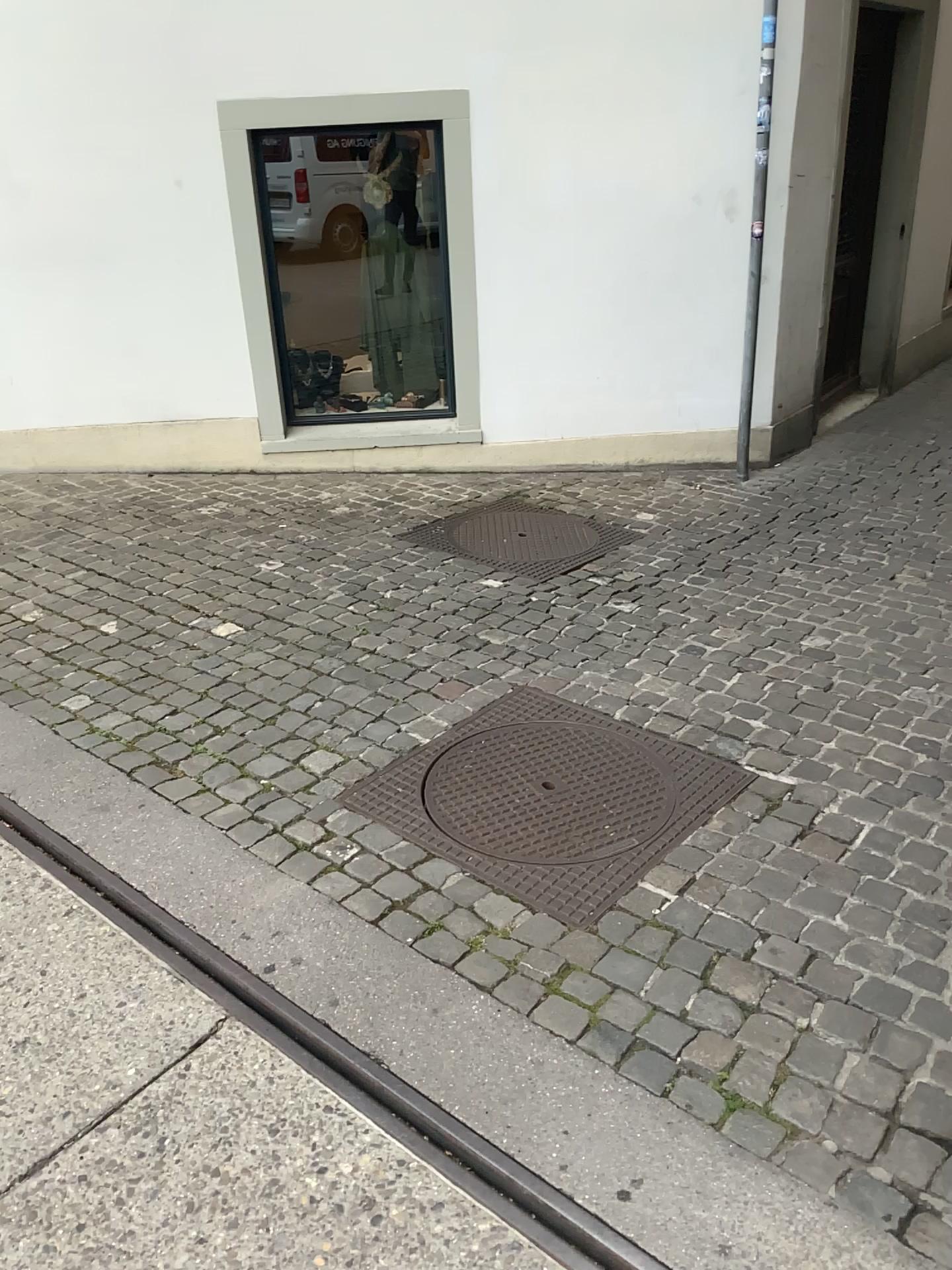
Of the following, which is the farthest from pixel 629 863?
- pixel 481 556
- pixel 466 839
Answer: pixel 481 556

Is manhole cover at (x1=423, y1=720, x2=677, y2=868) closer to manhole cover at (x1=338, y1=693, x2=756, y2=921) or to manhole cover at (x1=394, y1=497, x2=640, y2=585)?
manhole cover at (x1=338, y1=693, x2=756, y2=921)

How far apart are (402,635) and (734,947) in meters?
1.8

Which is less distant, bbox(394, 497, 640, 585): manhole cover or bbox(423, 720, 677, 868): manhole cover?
bbox(423, 720, 677, 868): manhole cover

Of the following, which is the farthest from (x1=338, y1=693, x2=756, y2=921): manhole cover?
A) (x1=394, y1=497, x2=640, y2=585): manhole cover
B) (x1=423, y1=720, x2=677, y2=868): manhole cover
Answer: (x1=394, y1=497, x2=640, y2=585): manhole cover

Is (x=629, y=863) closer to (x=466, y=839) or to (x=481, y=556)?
(x=466, y=839)

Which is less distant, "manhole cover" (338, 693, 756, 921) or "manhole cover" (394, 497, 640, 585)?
"manhole cover" (338, 693, 756, 921)

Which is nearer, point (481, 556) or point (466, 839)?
point (466, 839)
